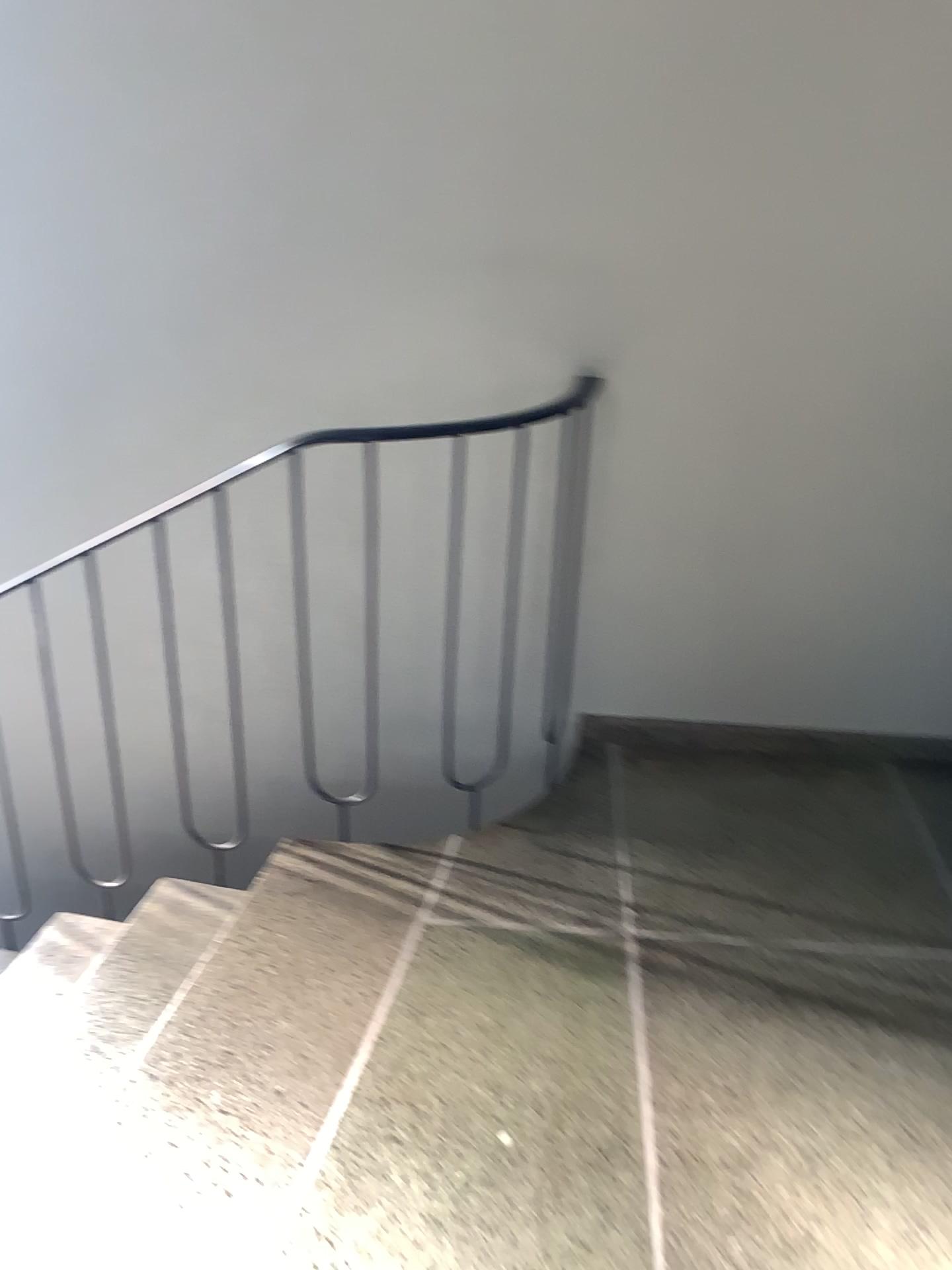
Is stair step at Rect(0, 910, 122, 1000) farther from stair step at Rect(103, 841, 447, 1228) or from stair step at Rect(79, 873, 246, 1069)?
stair step at Rect(103, 841, 447, 1228)

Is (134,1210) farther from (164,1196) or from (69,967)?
(69,967)

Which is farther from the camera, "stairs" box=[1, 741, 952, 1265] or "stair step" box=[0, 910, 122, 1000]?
"stair step" box=[0, 910, 122, 1000]

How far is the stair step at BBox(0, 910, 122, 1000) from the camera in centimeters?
236cm

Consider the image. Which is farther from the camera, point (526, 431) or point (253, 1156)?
point (526, 431)

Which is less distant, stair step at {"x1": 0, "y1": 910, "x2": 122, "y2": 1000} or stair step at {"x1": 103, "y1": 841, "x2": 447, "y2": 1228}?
stair step at {"x1": 103, "y1": 841, "x2": 447, "y2": 1228}

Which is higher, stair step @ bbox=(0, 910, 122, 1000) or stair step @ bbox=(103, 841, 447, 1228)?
stair step @ bbox=(103, 841, 447, 1228)

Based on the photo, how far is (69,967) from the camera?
2.4m

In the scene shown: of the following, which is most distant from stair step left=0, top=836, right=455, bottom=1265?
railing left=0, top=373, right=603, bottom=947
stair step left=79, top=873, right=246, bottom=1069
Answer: railing left=0, top=373, right=603, bottom=947

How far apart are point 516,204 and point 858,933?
1.6 meters
